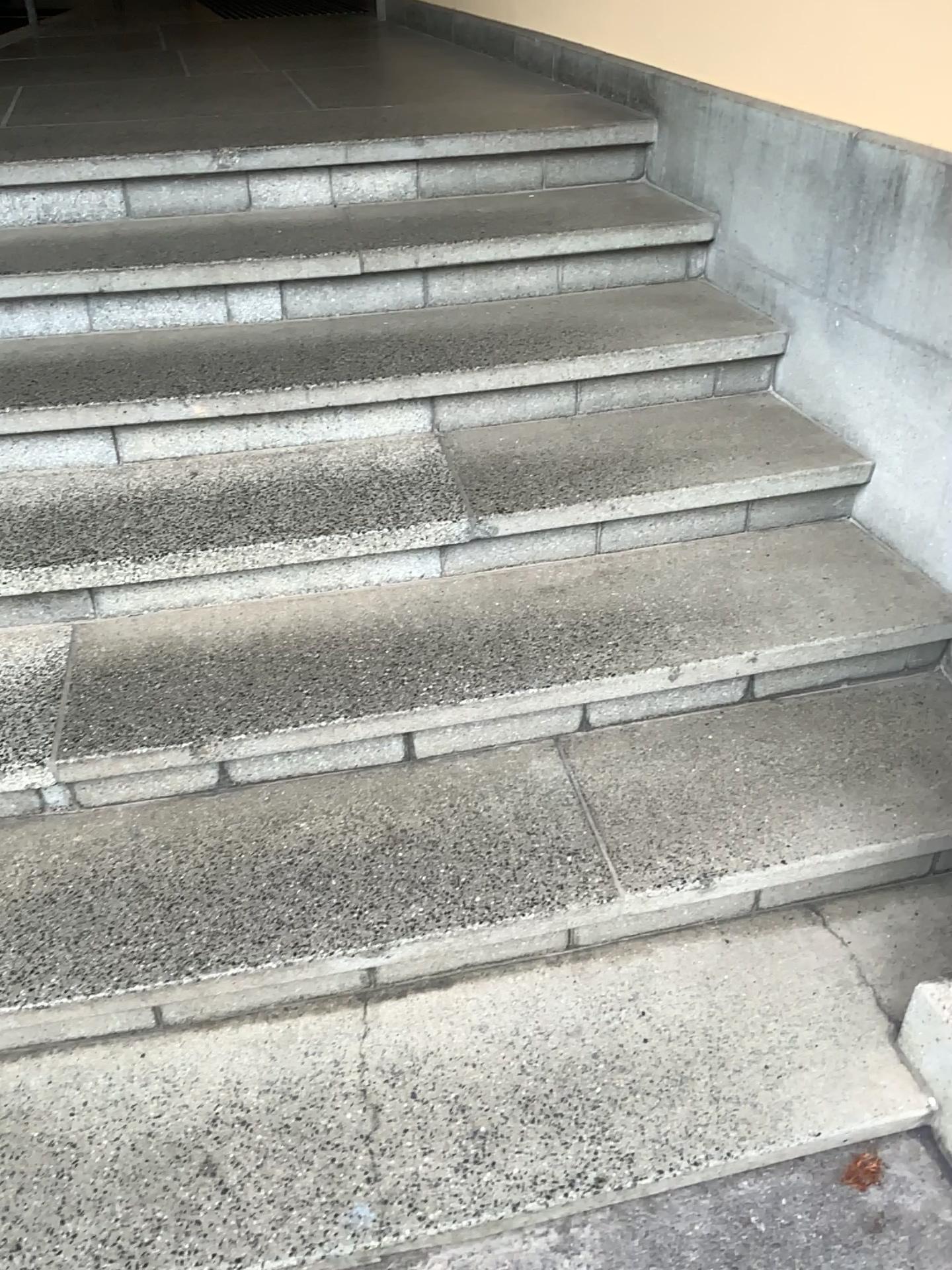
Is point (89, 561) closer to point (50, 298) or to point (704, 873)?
point (50, 298)
